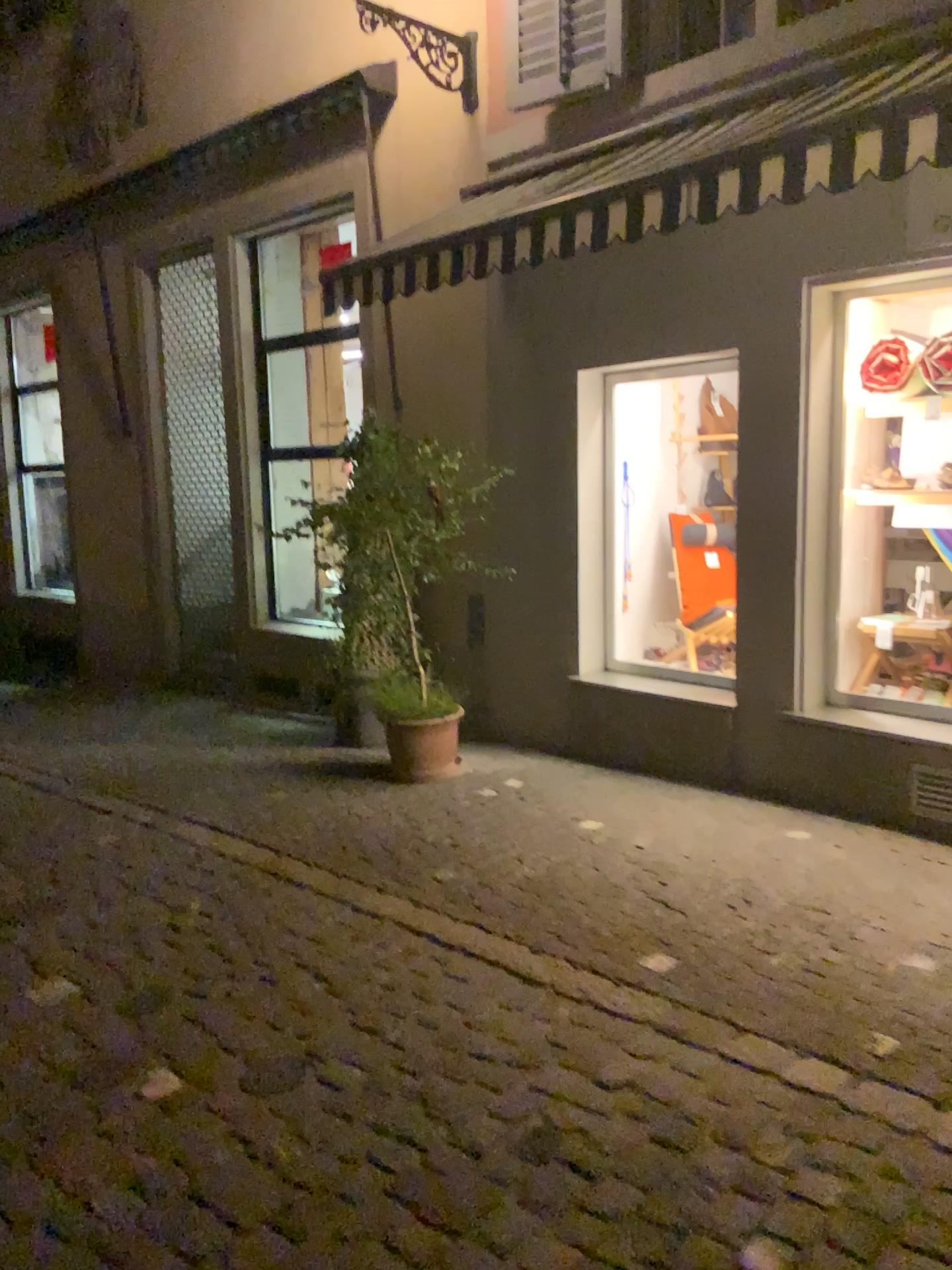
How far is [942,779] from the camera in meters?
4.4 m

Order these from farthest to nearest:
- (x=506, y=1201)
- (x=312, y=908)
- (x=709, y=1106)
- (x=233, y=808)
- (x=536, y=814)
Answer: (x=233, y=808) < (x=536, y=814) < (x=312, y=908) < (x=709, y=1106) < (x=506, y=1201)

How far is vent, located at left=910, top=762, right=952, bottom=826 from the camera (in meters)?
4.44
